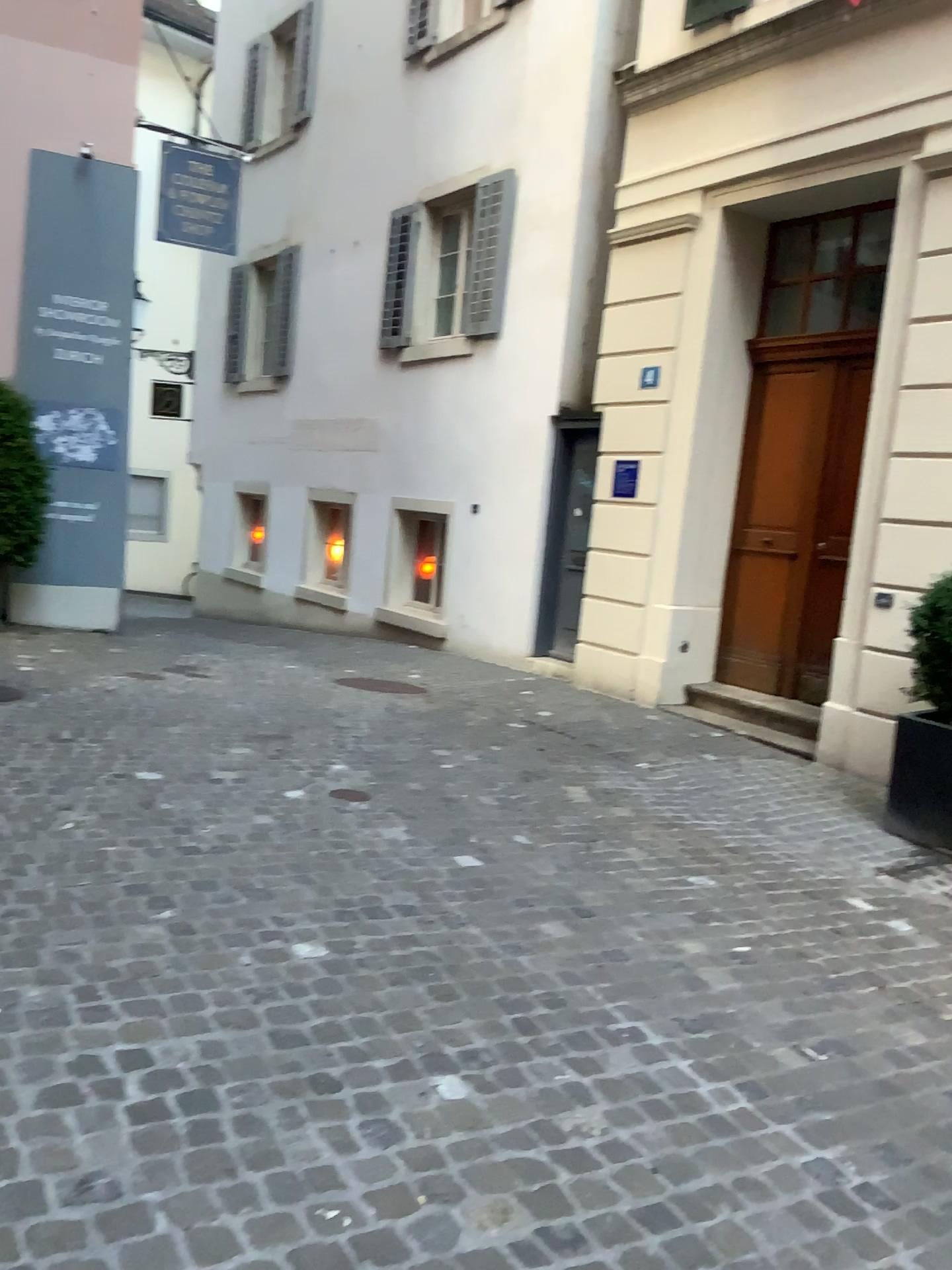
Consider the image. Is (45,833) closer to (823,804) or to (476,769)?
(476,769)
